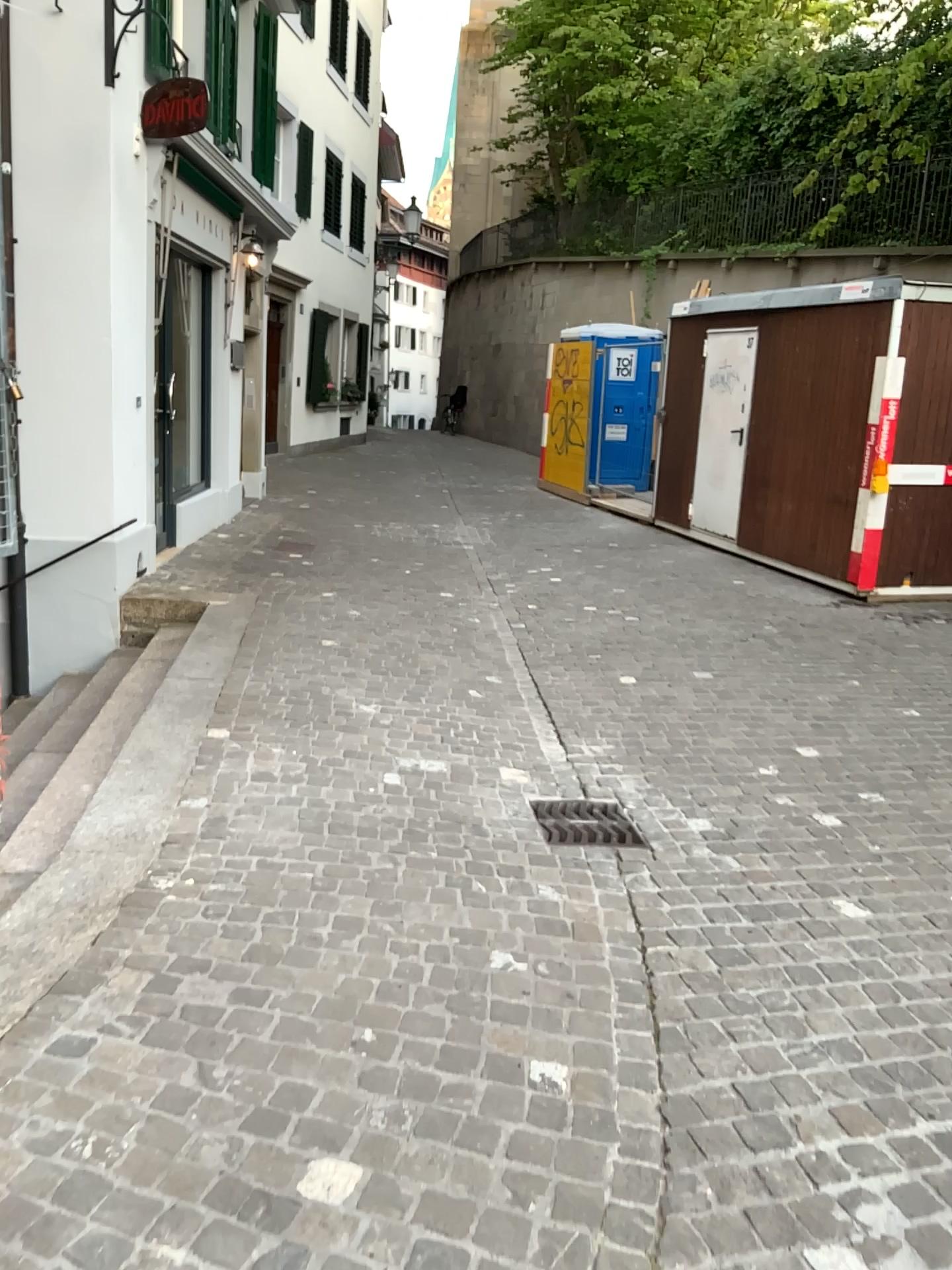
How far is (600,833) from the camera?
3.9 meters

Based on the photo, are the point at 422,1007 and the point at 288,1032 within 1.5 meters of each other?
yes

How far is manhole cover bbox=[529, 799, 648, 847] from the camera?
3.9 meters
